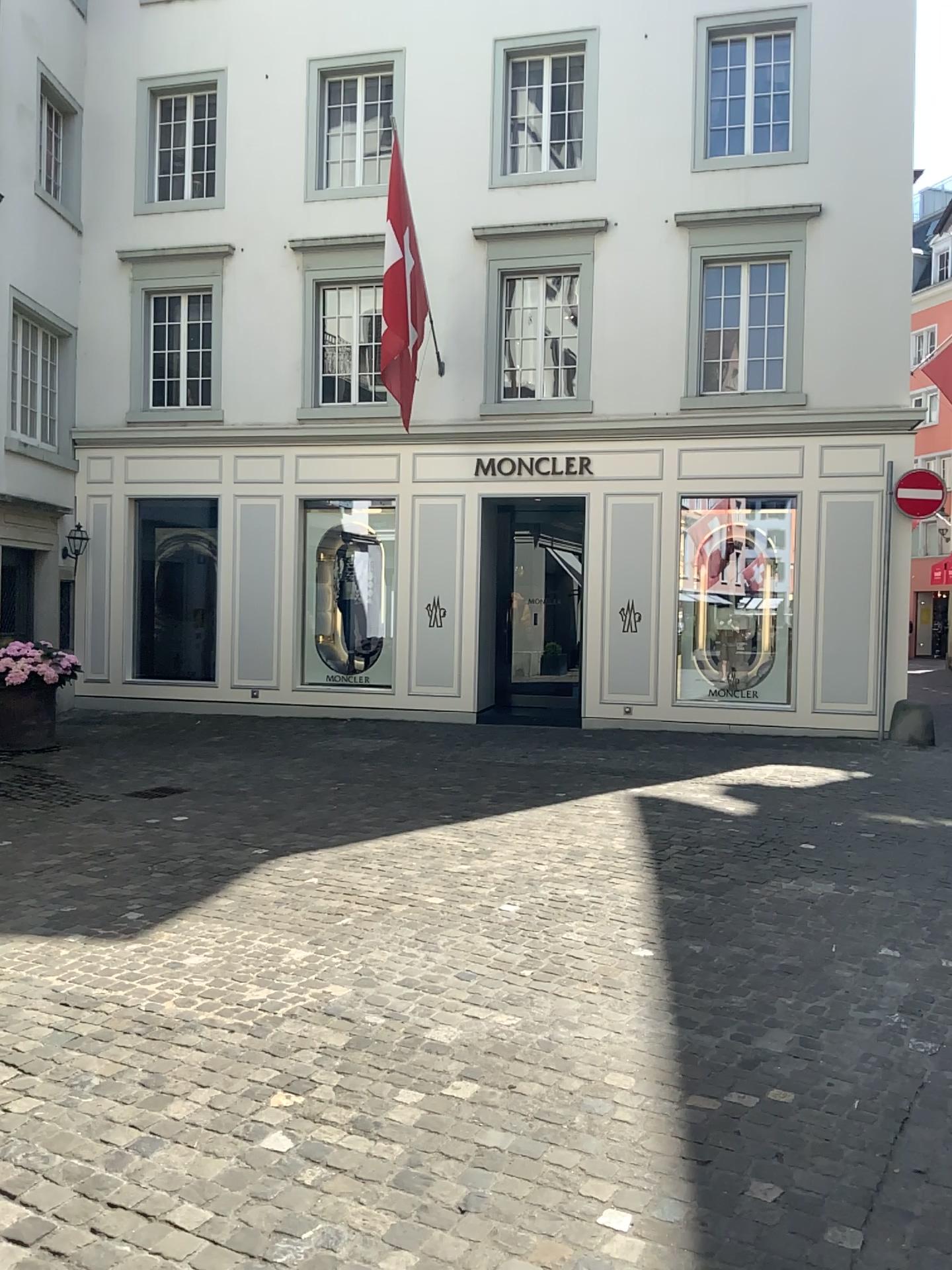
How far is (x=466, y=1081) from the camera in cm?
334
